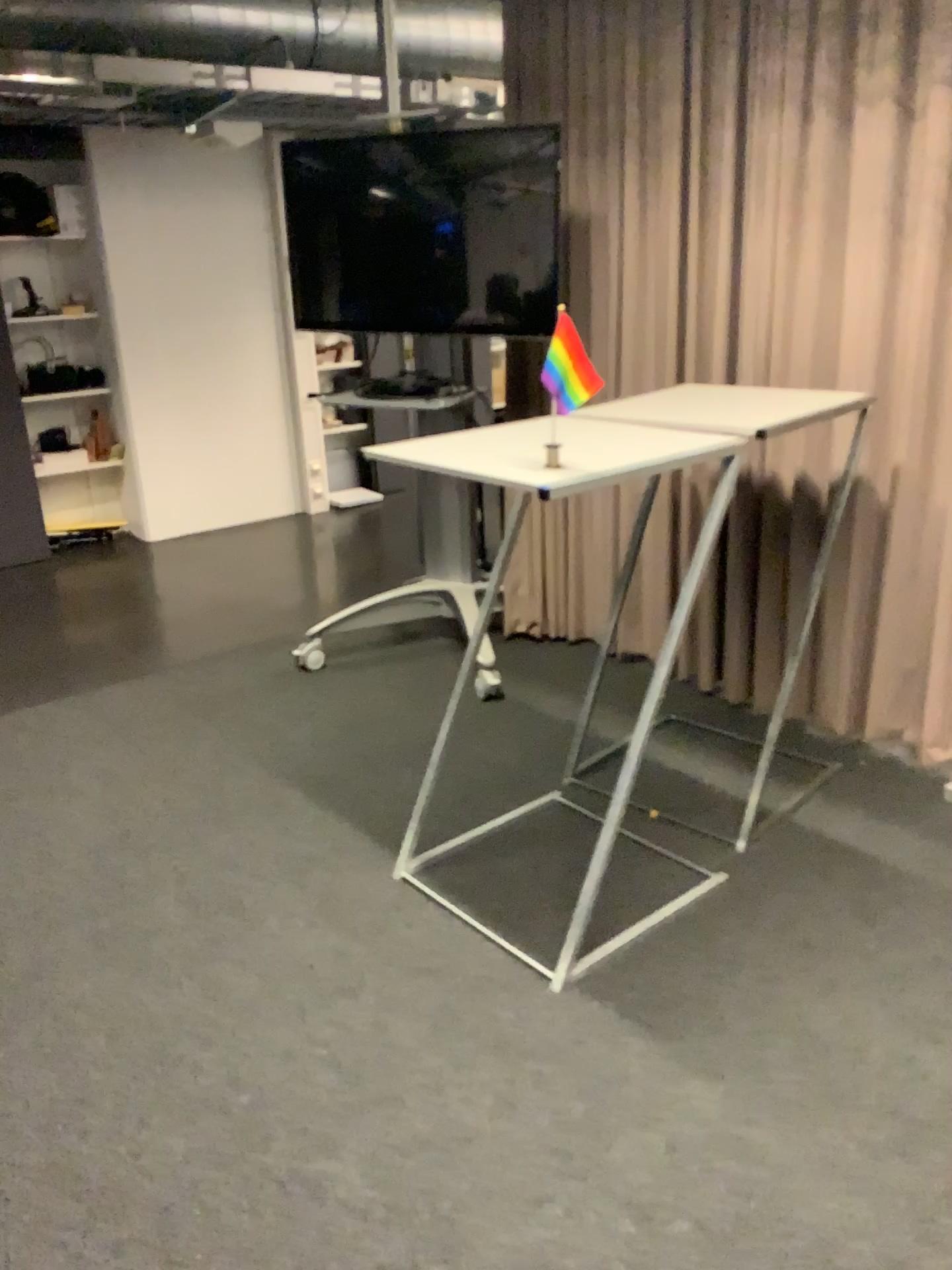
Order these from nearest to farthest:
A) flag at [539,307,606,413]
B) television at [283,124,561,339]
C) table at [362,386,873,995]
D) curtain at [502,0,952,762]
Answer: flag at [539,307,606,413], table at [362,386,873,995], curtain at [502,0,952,762], television at [283,124,561,339]

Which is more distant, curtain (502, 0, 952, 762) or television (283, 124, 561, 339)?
television (283, 124, 561, 339)

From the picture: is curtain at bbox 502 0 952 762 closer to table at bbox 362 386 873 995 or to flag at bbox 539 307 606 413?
table at bbox 362 386 873 995

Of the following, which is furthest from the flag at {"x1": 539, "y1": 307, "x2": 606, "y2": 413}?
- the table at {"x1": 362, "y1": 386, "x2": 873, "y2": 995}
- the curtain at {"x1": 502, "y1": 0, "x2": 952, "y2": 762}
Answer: the curtain at {"x1": 502, "y1": 0, "x2": 952, "y2": 762}

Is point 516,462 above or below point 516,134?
below

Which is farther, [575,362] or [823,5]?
[823,5]

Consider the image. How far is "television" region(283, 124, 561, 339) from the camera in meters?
3.5

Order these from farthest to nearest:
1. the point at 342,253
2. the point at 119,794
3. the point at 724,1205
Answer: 1. the point at 342,253
2. the point at 119,794
3. the point at 724,1205

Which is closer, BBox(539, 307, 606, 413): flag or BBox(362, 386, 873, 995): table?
BBox(539, 307, 606, 413): flag

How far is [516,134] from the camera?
3.46m
